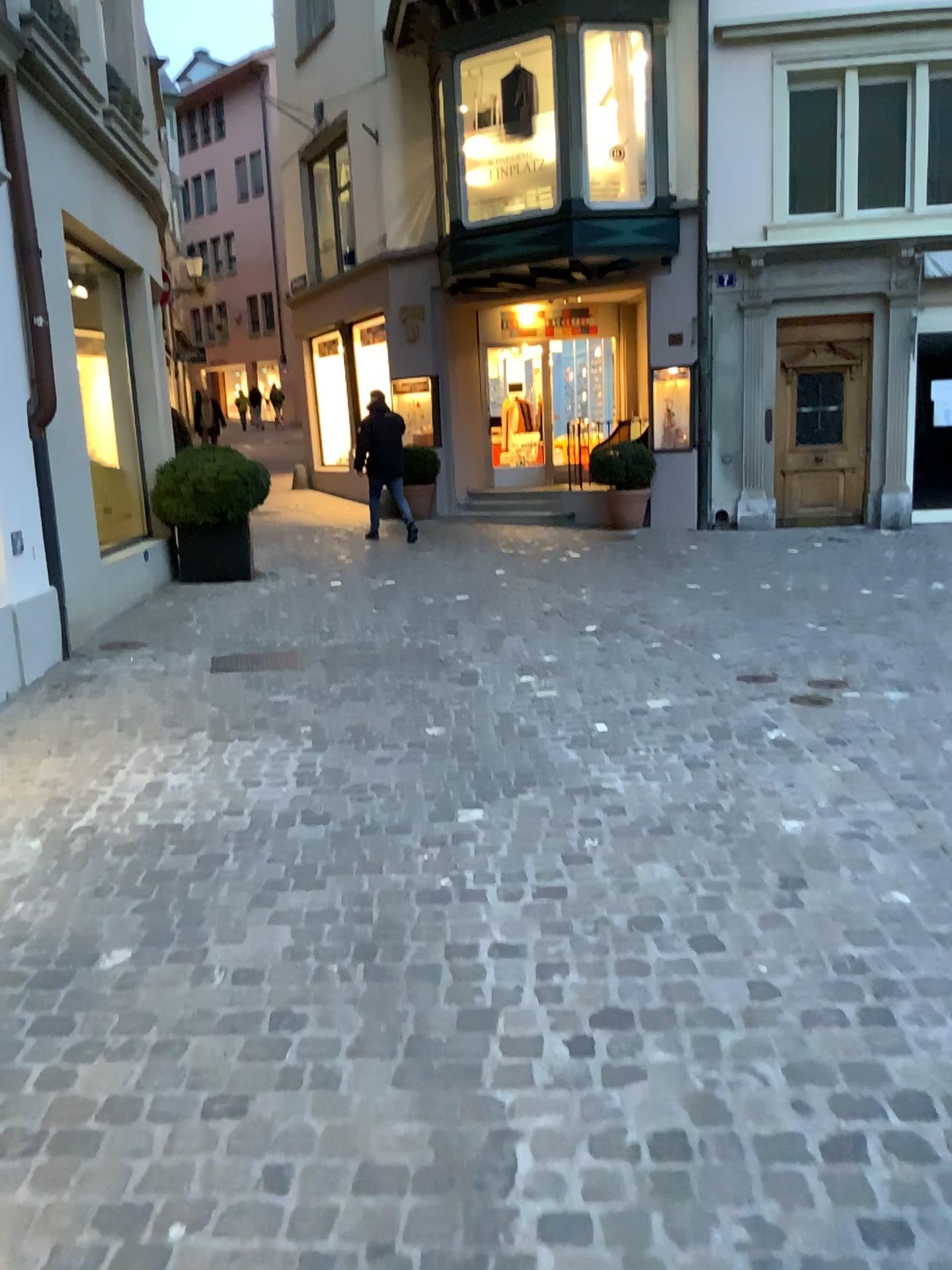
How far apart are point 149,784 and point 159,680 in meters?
1.6 m
